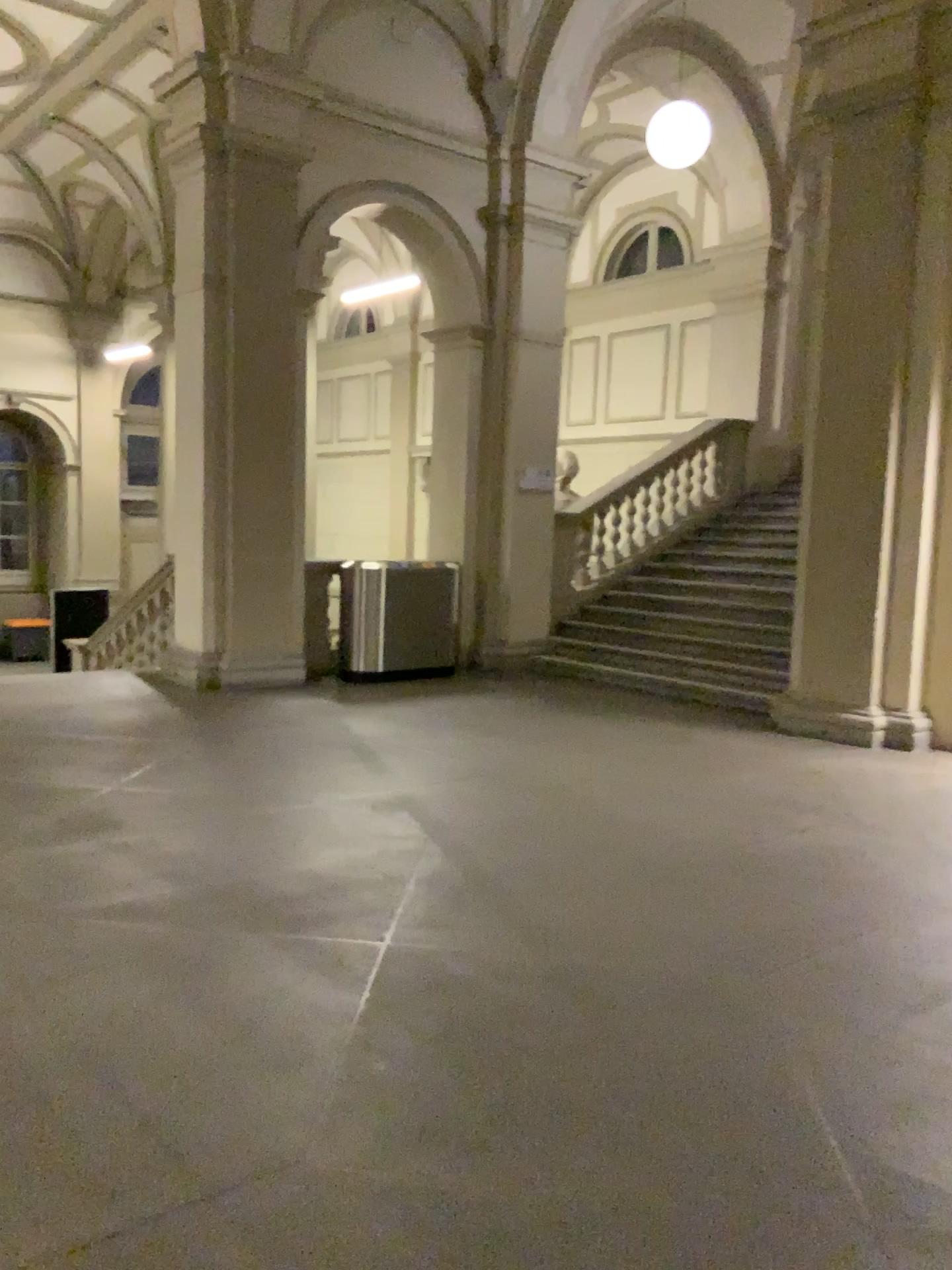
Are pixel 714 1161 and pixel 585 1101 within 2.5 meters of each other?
yes
